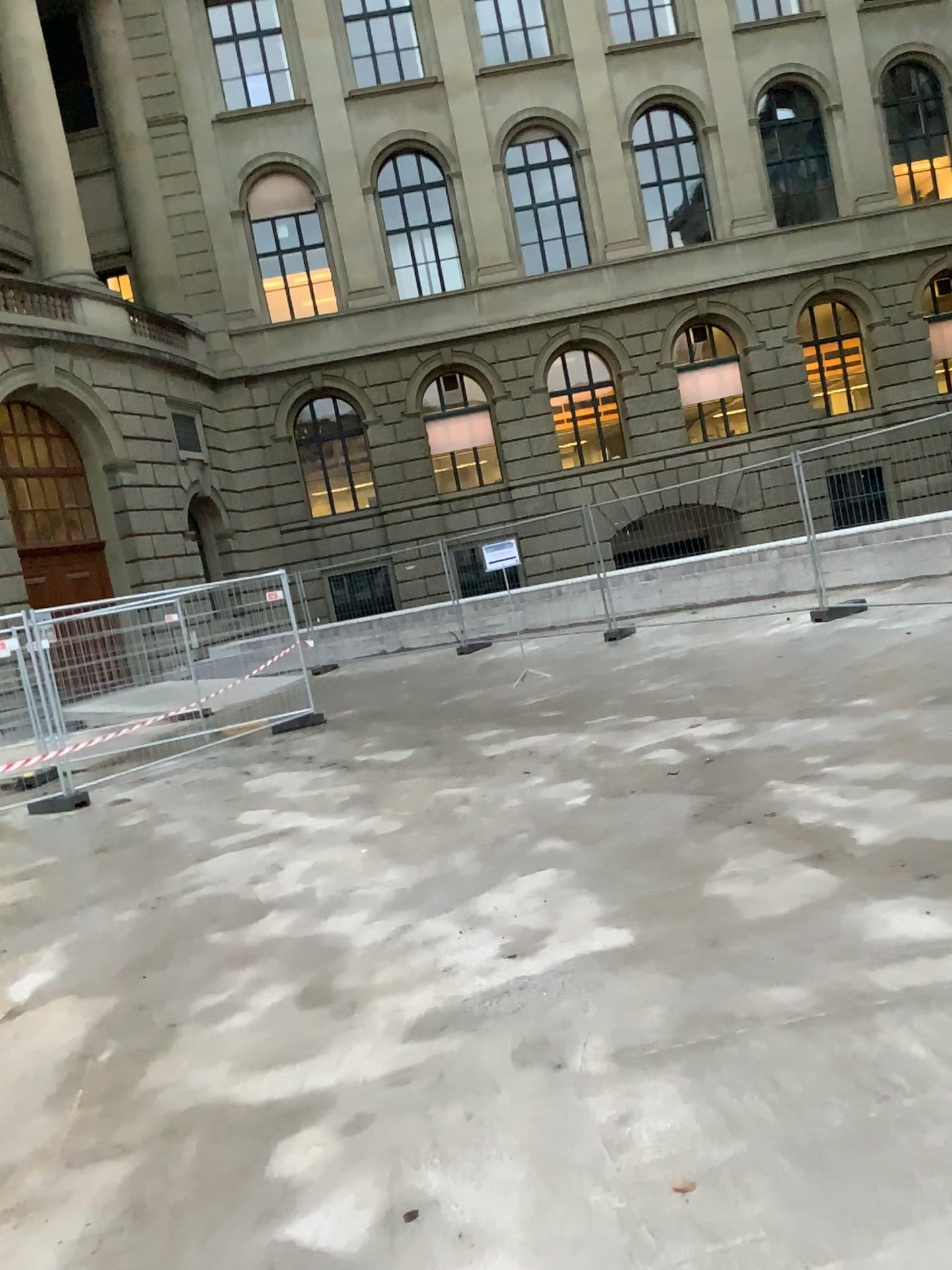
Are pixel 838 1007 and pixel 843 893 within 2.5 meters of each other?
yes
